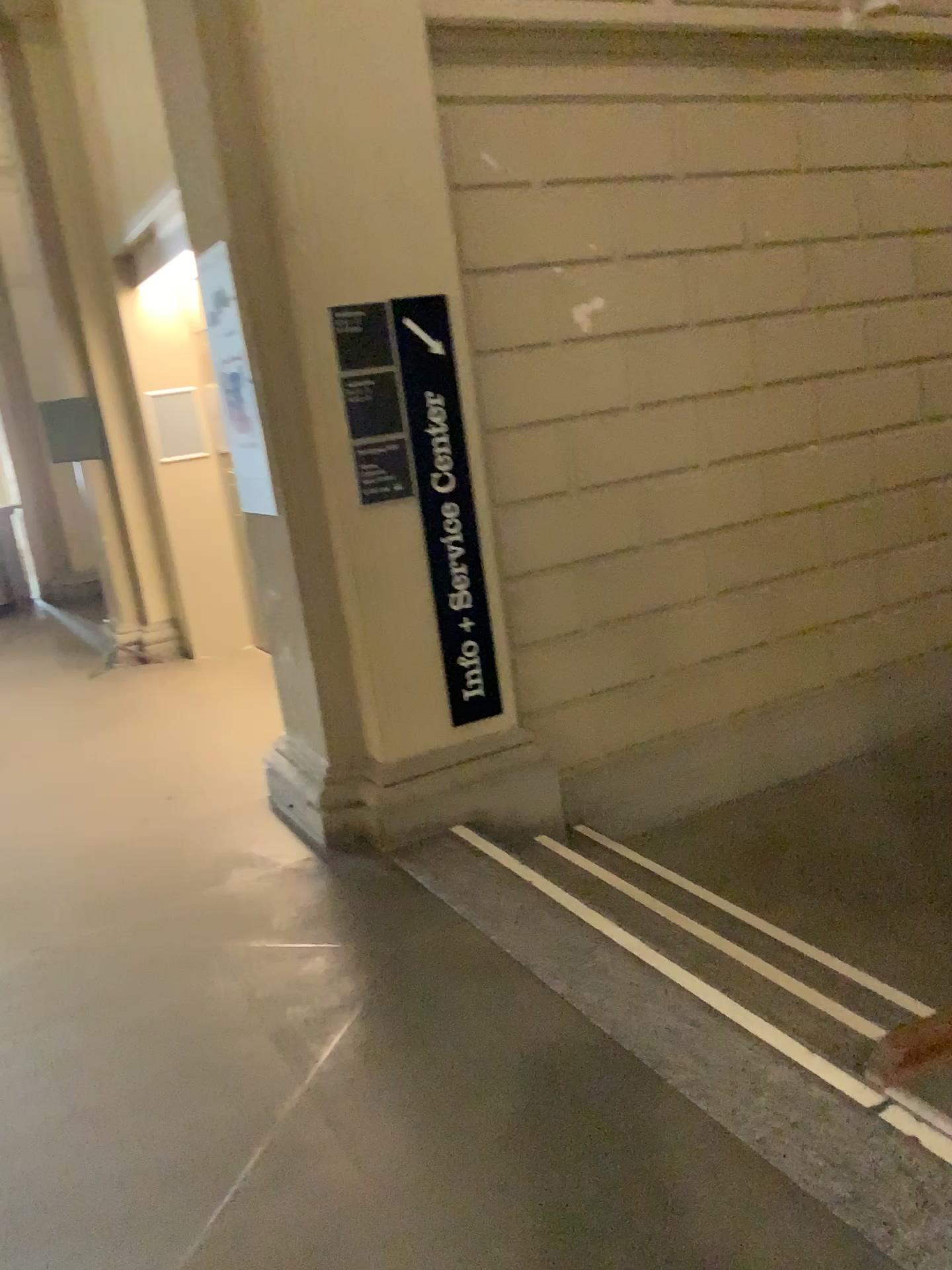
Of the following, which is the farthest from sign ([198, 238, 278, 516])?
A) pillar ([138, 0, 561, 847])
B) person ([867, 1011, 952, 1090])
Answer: person ([867, 1011, 952, 1090])

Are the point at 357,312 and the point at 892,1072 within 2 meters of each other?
no

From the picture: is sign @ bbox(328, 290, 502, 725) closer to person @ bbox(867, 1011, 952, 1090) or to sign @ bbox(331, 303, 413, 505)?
sign @ bbox(331, 303, 413, 505)

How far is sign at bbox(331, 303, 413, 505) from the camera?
3.46m

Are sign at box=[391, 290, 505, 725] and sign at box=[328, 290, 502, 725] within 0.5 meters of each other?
yes

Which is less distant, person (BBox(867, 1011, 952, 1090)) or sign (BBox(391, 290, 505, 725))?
person (BBox(867, 1011, 952, 1090))

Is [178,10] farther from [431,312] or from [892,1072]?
[892,1072]

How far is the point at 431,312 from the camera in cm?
359

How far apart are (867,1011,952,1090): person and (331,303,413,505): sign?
2.23m

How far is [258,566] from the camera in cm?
387
